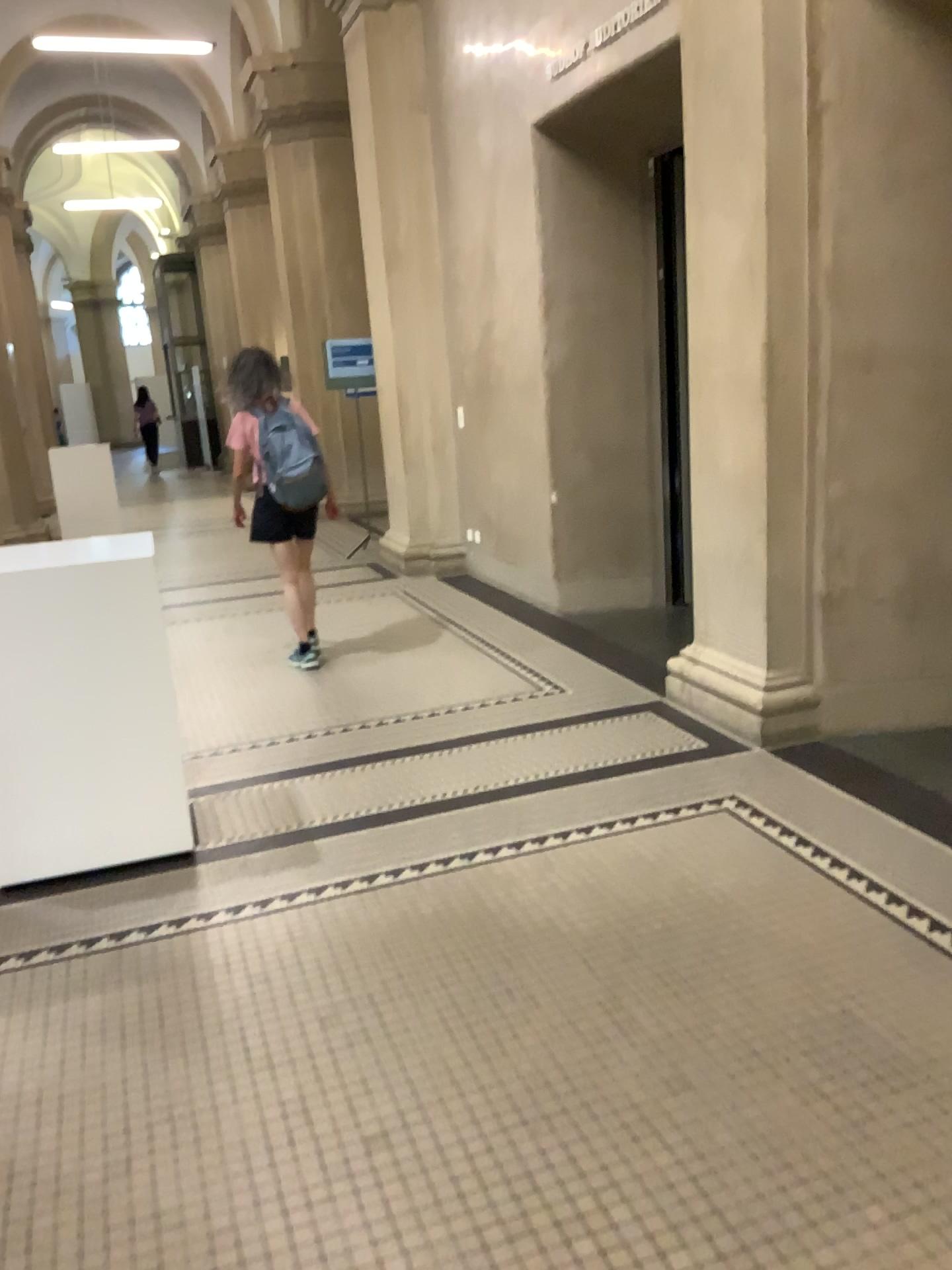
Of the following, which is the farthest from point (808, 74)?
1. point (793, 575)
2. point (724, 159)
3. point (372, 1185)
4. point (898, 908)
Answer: point (372, 1185)
